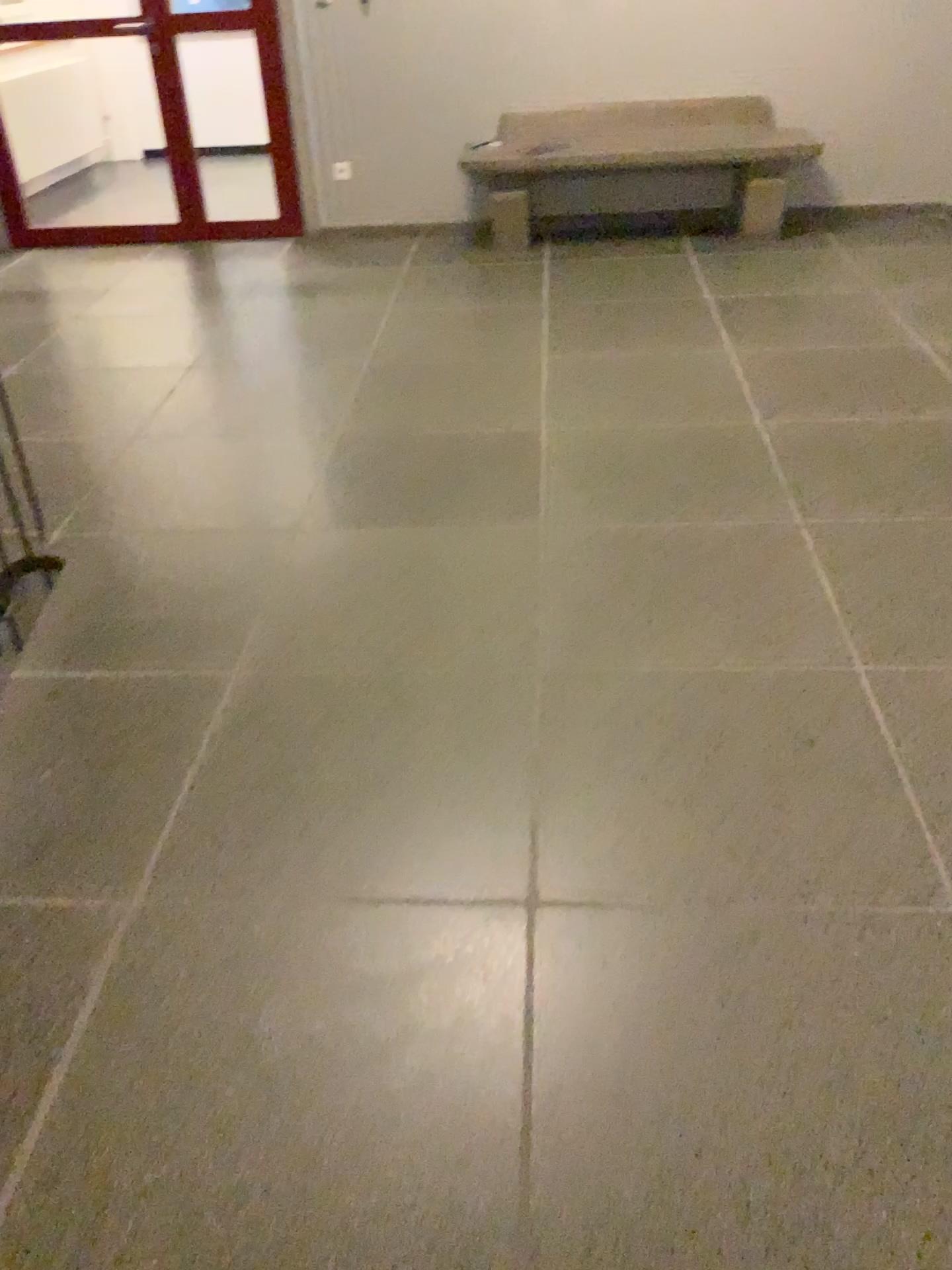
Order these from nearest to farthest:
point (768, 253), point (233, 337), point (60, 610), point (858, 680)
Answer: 1. point (858, 680)
2. point (60, 610)
3. point (233, 337)
4. point (768, 253)
